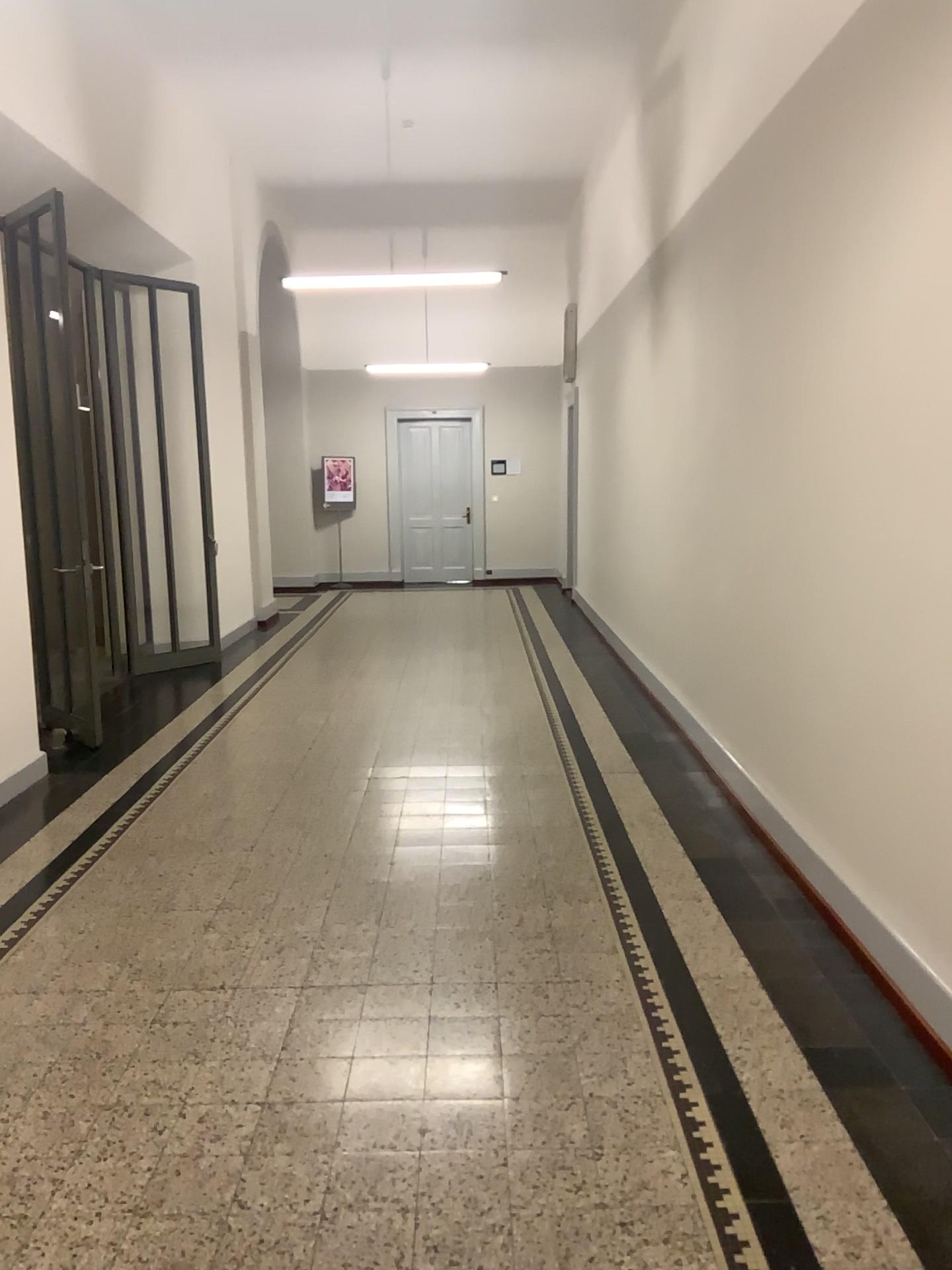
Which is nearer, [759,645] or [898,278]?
[898,278]
